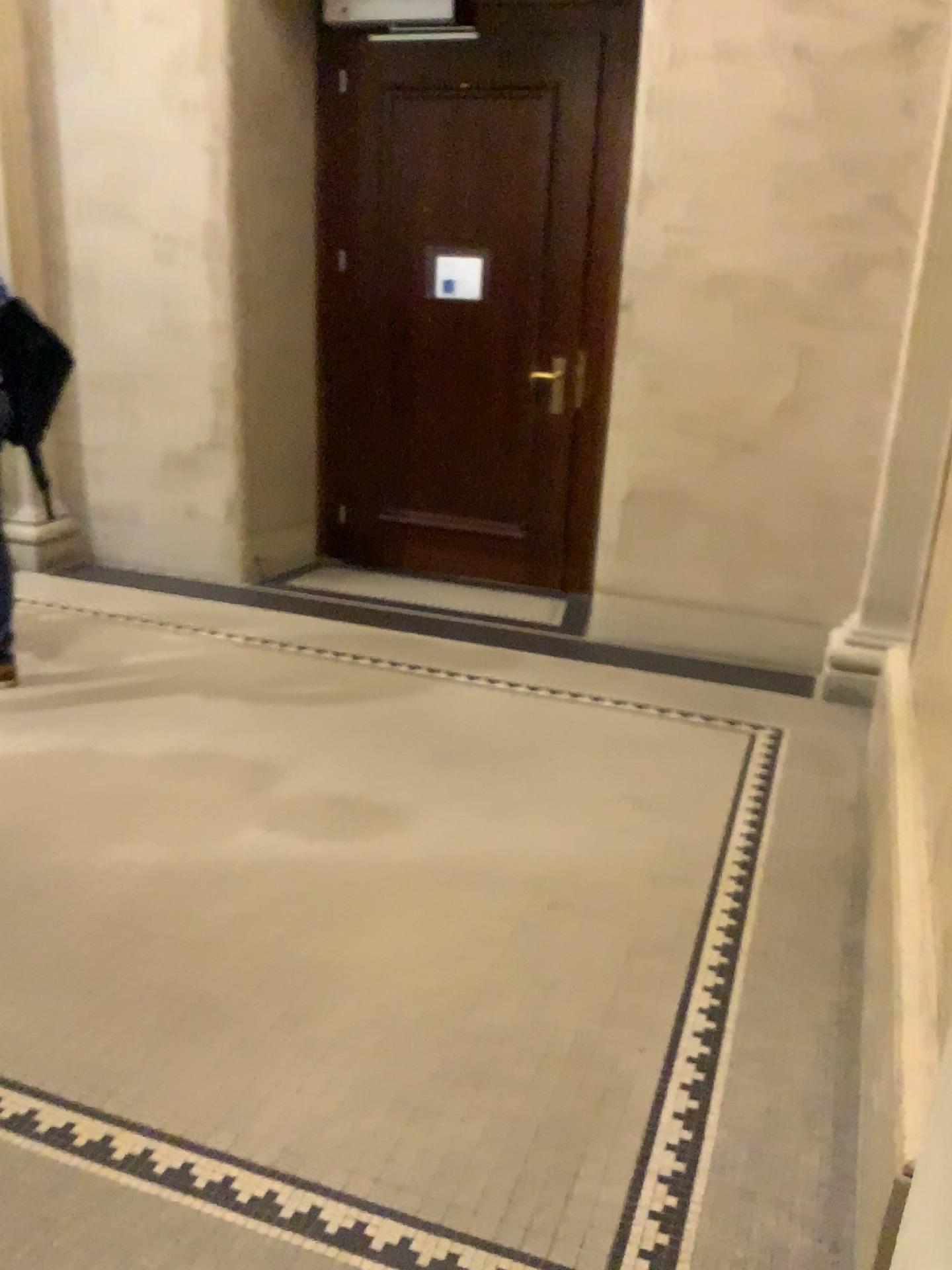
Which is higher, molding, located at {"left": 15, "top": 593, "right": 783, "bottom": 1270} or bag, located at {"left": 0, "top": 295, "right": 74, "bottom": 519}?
bag, located at {"left": 0, "top": 295, "right": 74, "bottom": 519}

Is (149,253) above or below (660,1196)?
above

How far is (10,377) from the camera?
3.4m

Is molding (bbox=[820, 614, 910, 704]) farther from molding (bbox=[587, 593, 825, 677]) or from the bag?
the bag

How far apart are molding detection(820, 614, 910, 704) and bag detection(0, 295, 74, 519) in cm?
290

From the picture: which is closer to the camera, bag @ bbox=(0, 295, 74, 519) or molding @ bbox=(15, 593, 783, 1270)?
molding @ bbox=(15, 593, 783, 1270)

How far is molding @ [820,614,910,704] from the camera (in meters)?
3.90

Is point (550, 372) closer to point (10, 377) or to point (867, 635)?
point (867, 635)

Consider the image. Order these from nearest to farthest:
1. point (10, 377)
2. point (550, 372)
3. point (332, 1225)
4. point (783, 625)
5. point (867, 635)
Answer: point (332, 1225) < point (10, 377) < point (867, 635) < point (783, 625) < point (550, 372)

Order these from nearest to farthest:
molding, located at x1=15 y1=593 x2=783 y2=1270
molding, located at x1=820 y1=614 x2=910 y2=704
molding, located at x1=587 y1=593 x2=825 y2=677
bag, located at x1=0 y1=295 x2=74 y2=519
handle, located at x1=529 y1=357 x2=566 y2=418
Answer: molding, located at x1=15 y1=593 x2=783 y2=1270, bag, located at x1=0 y1=295 x2=74 y2=519, molding, located at x1=820 y1=614 x2=910 y2=704, molding, located at x1=587 y1=593 x2=825 y2=677, handle, located at x1=529 y1=357 x2=566 y2=418
